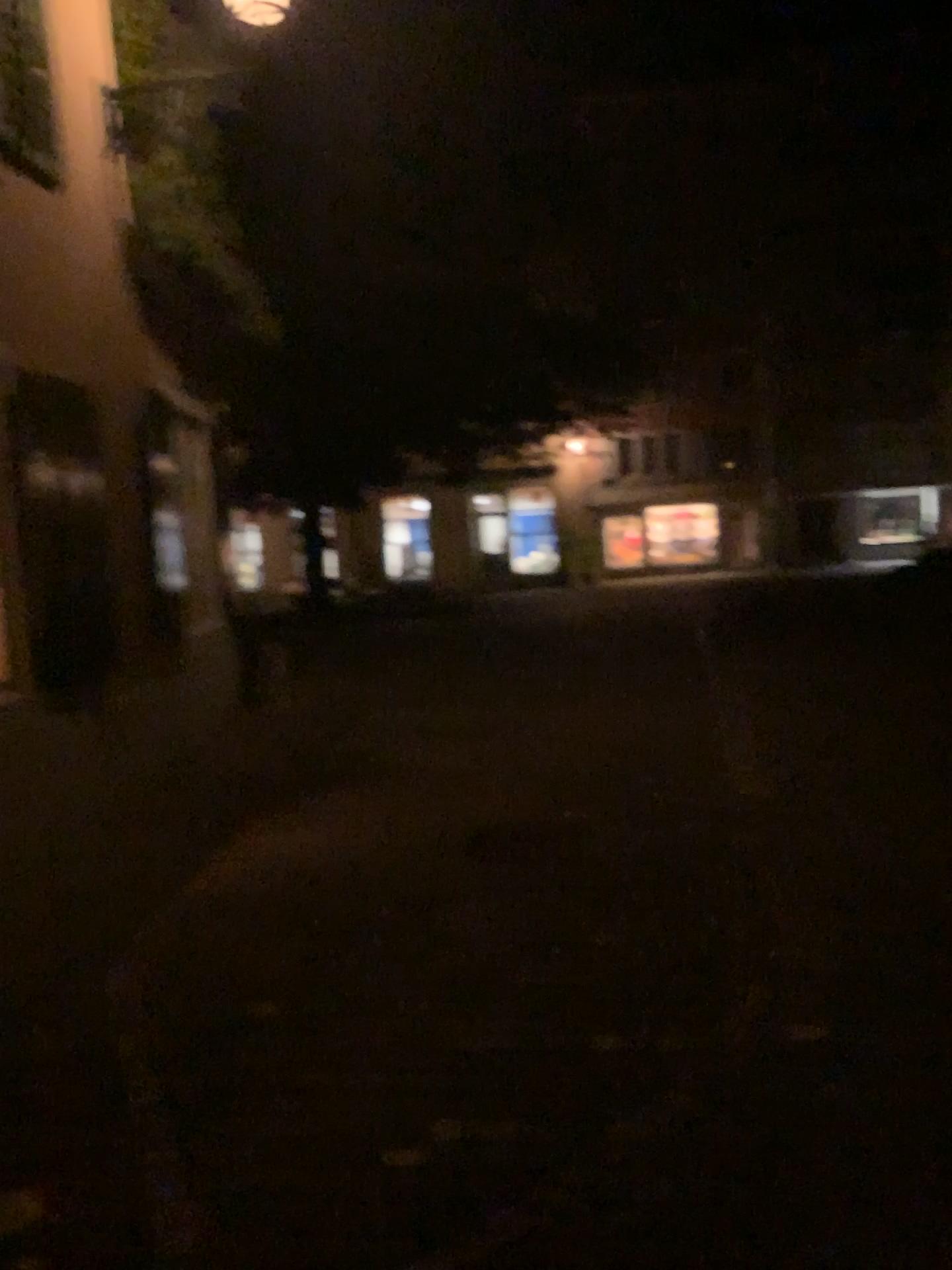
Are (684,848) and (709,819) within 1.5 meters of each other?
yes
